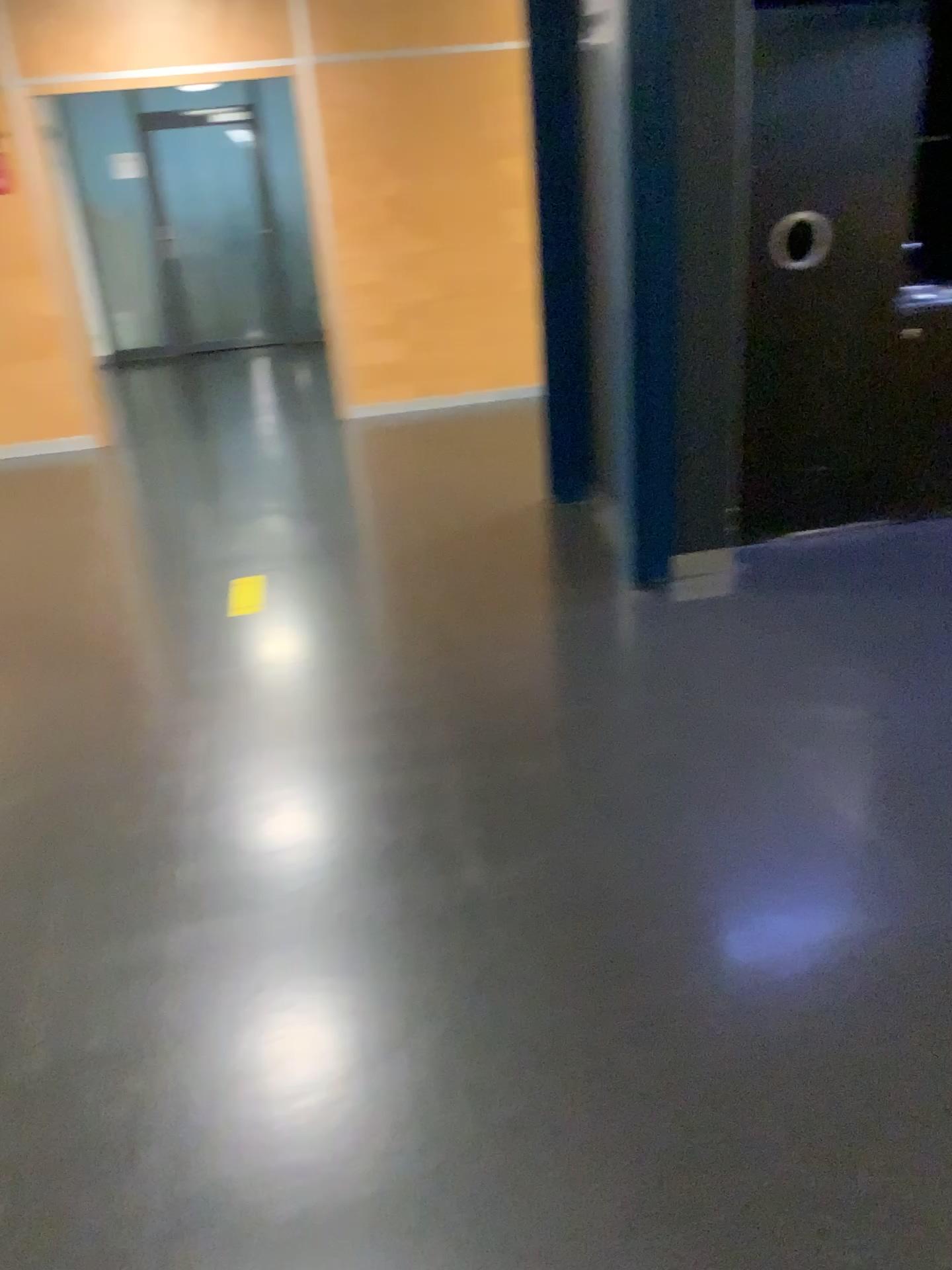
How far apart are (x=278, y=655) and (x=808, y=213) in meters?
2.4 m

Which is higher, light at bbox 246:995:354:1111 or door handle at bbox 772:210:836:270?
door handle at bbox 772:210:836:270

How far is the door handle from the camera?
3.70m

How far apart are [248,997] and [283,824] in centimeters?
59cm

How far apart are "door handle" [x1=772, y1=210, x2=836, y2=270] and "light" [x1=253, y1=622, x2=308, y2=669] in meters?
2.2 m

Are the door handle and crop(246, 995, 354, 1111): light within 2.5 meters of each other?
no

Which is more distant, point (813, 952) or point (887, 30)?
point (887, 30)

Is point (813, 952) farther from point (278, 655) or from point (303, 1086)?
point (278, 655)

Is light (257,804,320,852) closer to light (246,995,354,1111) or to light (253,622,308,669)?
light (246,995,354,1111)

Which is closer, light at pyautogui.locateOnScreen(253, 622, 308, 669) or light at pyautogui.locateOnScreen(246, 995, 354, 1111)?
light at pyautogui.locateOnScreen(246, 995, 354, 1111)
